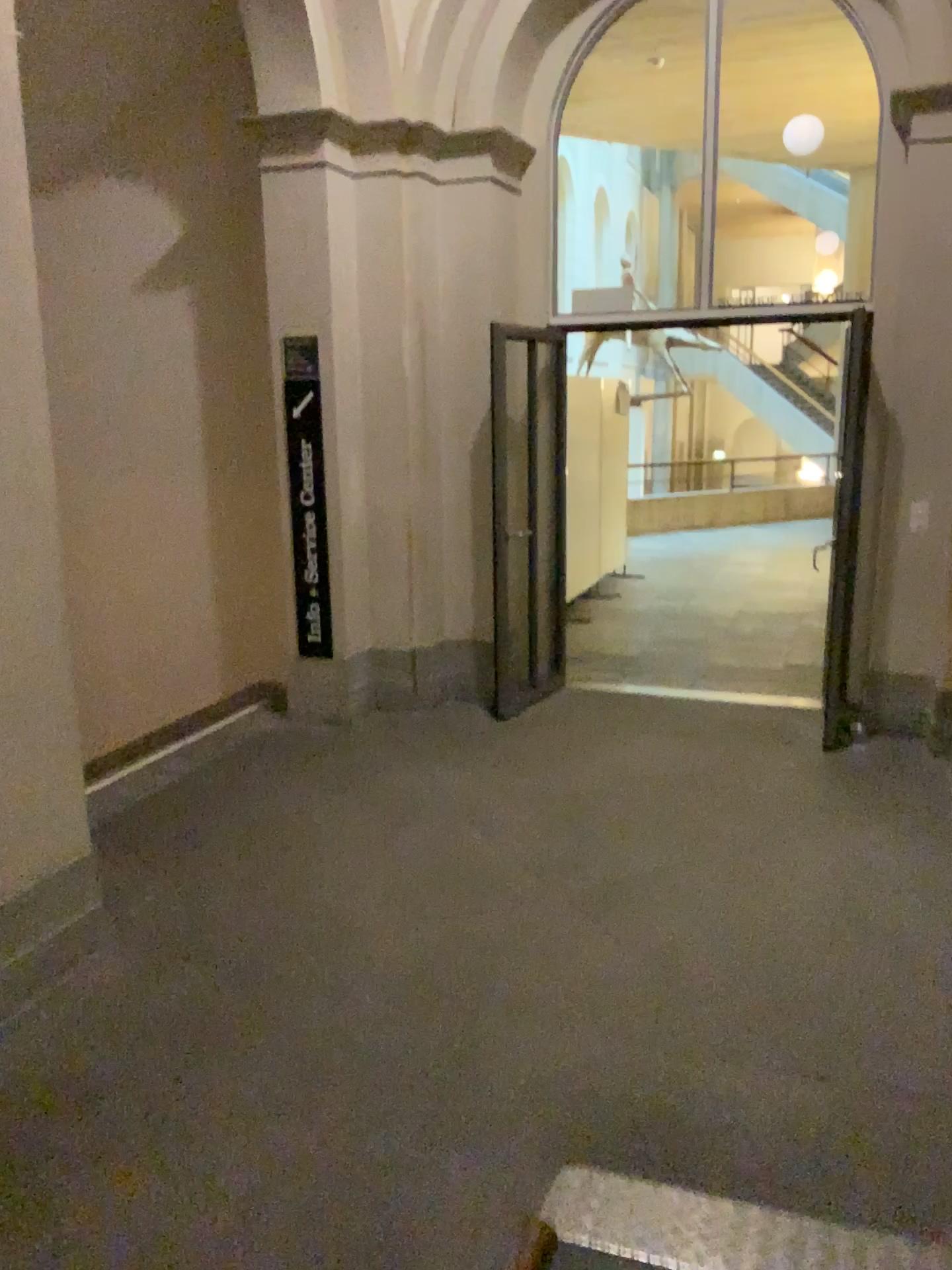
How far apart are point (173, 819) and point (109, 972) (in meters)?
1.27
